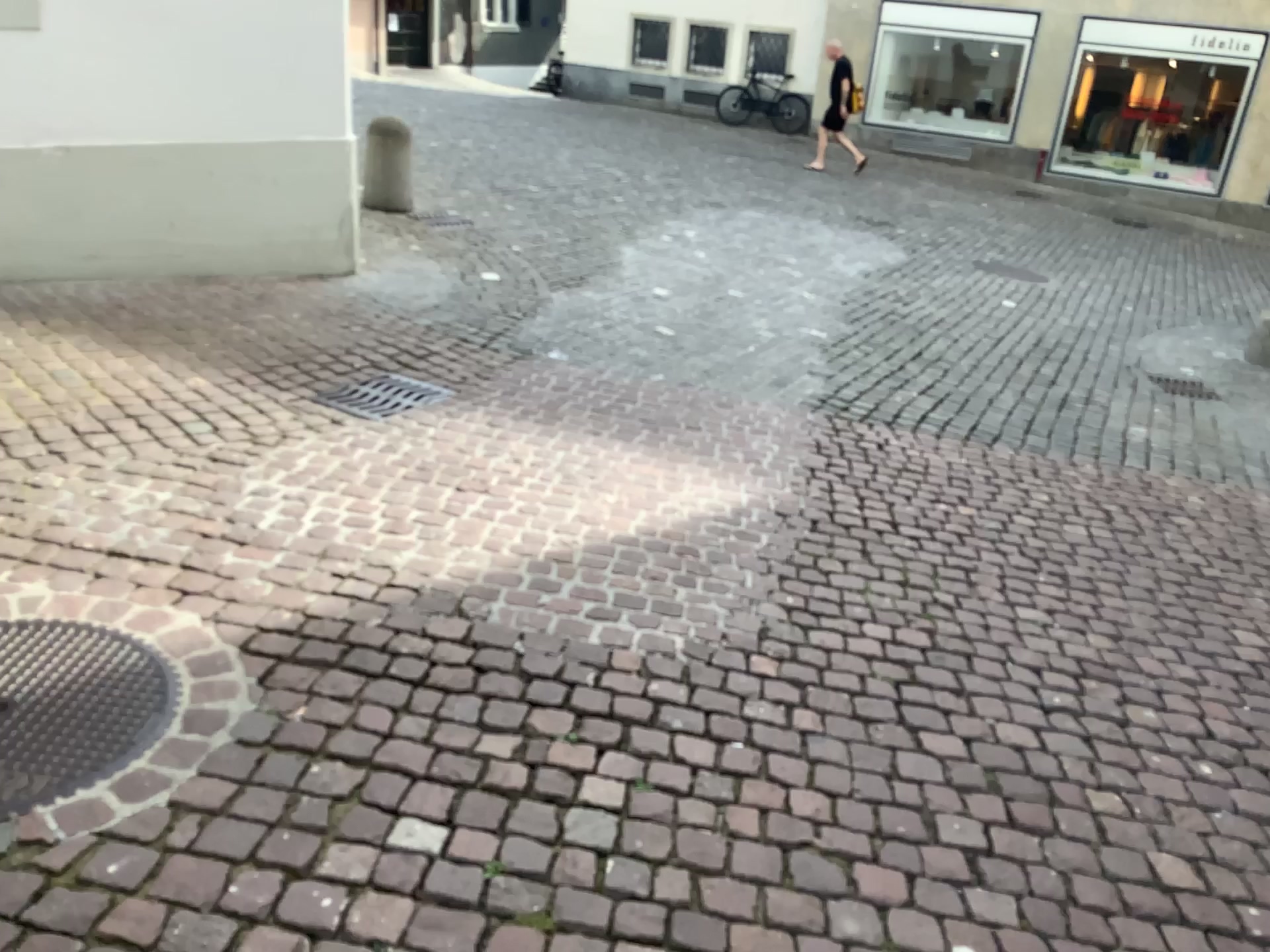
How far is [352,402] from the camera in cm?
424

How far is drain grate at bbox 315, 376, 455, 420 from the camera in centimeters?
424cm

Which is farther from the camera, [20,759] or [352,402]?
[352,402]

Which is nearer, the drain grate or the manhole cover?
the manhole cover

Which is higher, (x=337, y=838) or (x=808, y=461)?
(x=337, y=838)
